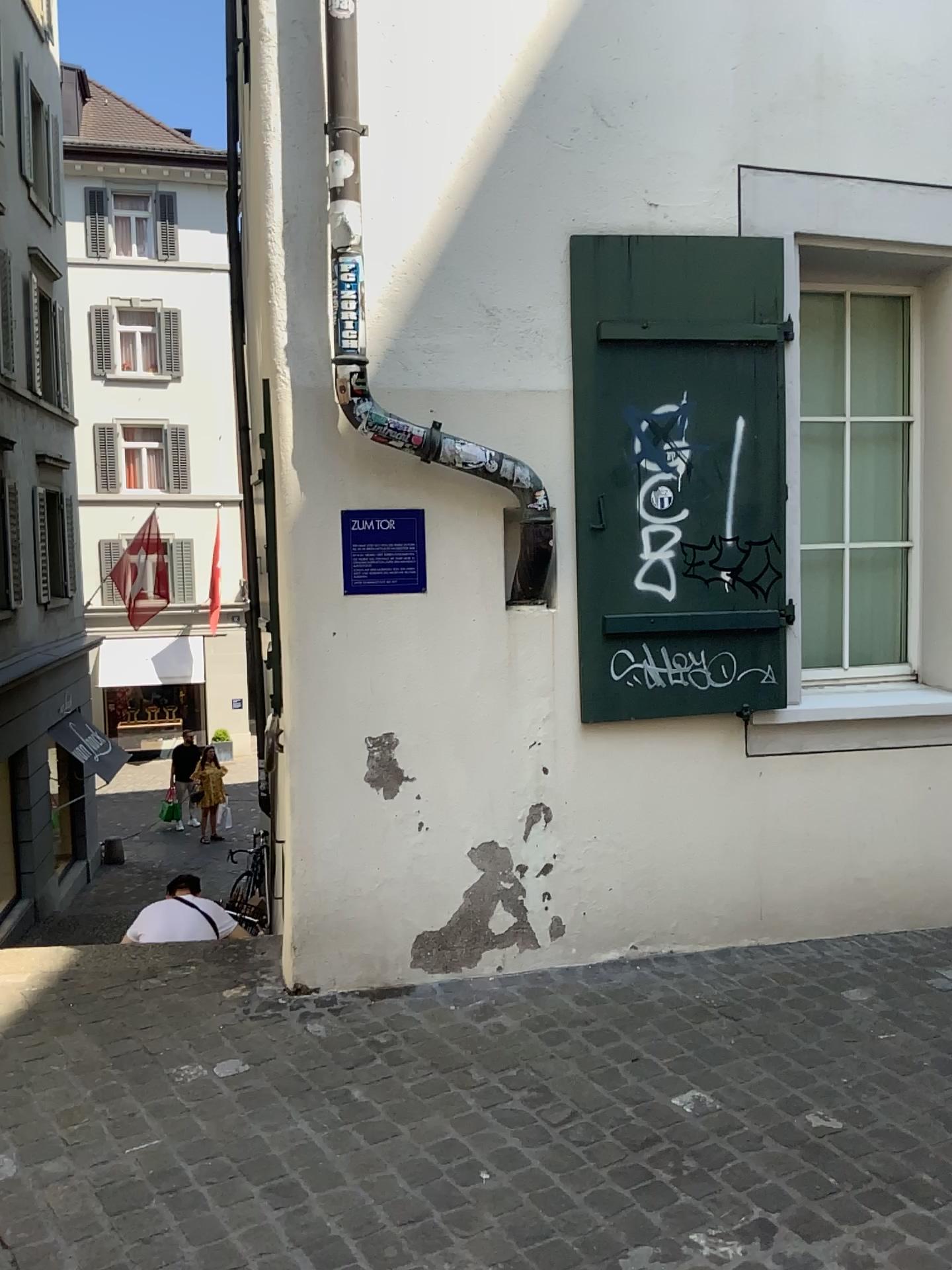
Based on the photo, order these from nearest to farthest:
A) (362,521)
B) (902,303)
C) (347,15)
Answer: (347,15), (362,521), (902,303)

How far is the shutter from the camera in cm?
363

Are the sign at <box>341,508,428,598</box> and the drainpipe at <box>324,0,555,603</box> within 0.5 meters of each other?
yes

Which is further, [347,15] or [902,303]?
[902,303]

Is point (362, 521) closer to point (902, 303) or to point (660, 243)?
point (660, 243)

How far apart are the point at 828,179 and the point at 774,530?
1.27m

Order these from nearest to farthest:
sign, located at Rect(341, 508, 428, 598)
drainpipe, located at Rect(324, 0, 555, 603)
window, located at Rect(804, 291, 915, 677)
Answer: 1. drainpipe, located at Rect(324, 0, 555, 603)
2. sign, located at Rect(341, 508, 428, 598)
3. window, located at Rect(804, 291, 915, 677)

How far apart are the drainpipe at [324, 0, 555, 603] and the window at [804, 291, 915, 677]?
1.3m

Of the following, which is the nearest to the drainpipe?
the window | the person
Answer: the window

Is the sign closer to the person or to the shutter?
the shutter
